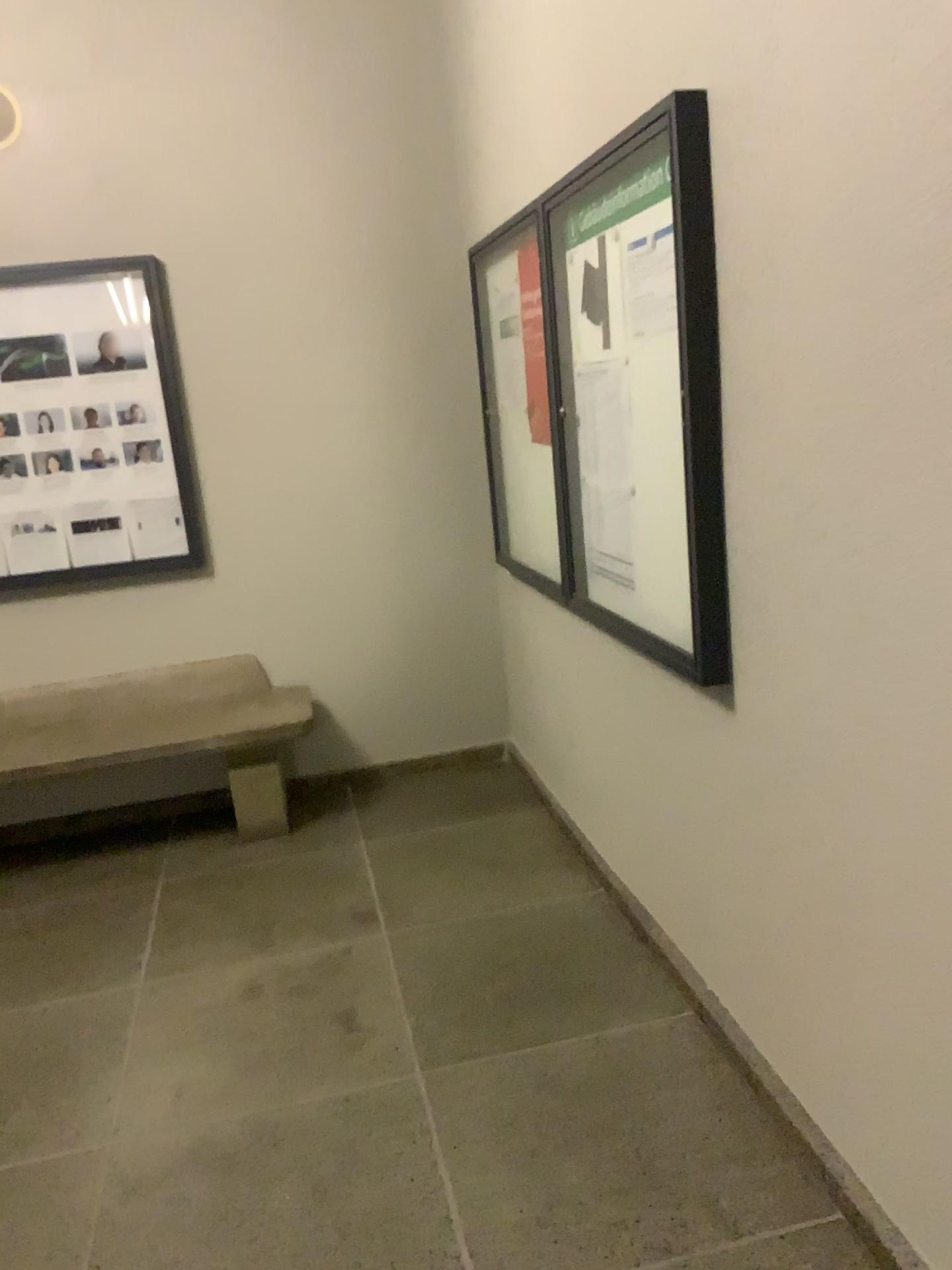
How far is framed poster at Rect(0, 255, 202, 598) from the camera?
3.82m

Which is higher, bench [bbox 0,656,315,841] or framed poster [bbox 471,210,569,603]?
framed poster [bbox 471,210,569,603]

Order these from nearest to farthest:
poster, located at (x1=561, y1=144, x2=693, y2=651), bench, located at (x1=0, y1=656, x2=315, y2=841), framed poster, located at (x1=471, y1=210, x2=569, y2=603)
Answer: poster, located at (x1=561, y1=144, x2=693, y2=651) < framed poster, located at (x1=471, y1=210, x2=569, y2=603) < bench, located at (x1=0, y1=656, x2=315, y2=841)

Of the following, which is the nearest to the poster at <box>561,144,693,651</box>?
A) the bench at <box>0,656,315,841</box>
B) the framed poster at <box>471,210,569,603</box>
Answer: the framed poster at <box>471,210,569,603</box>

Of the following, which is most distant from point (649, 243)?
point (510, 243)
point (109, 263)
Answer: point (109, 263)

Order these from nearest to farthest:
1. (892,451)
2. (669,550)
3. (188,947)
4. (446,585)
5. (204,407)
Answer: (892,451), (669,550), (188,947), (204,407), (446,585)

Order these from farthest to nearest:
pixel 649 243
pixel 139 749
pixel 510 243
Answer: pixel 139 749 → pixel 510 243 → pixel 649 243

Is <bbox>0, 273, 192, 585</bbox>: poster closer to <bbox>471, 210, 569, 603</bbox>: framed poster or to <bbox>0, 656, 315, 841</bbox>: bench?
<bbox>0, 656, 315, 841</bbox>: bench

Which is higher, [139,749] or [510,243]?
[510,243]

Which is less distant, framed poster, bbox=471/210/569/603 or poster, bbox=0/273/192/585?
framed poster, bbox=471/210/569/603
